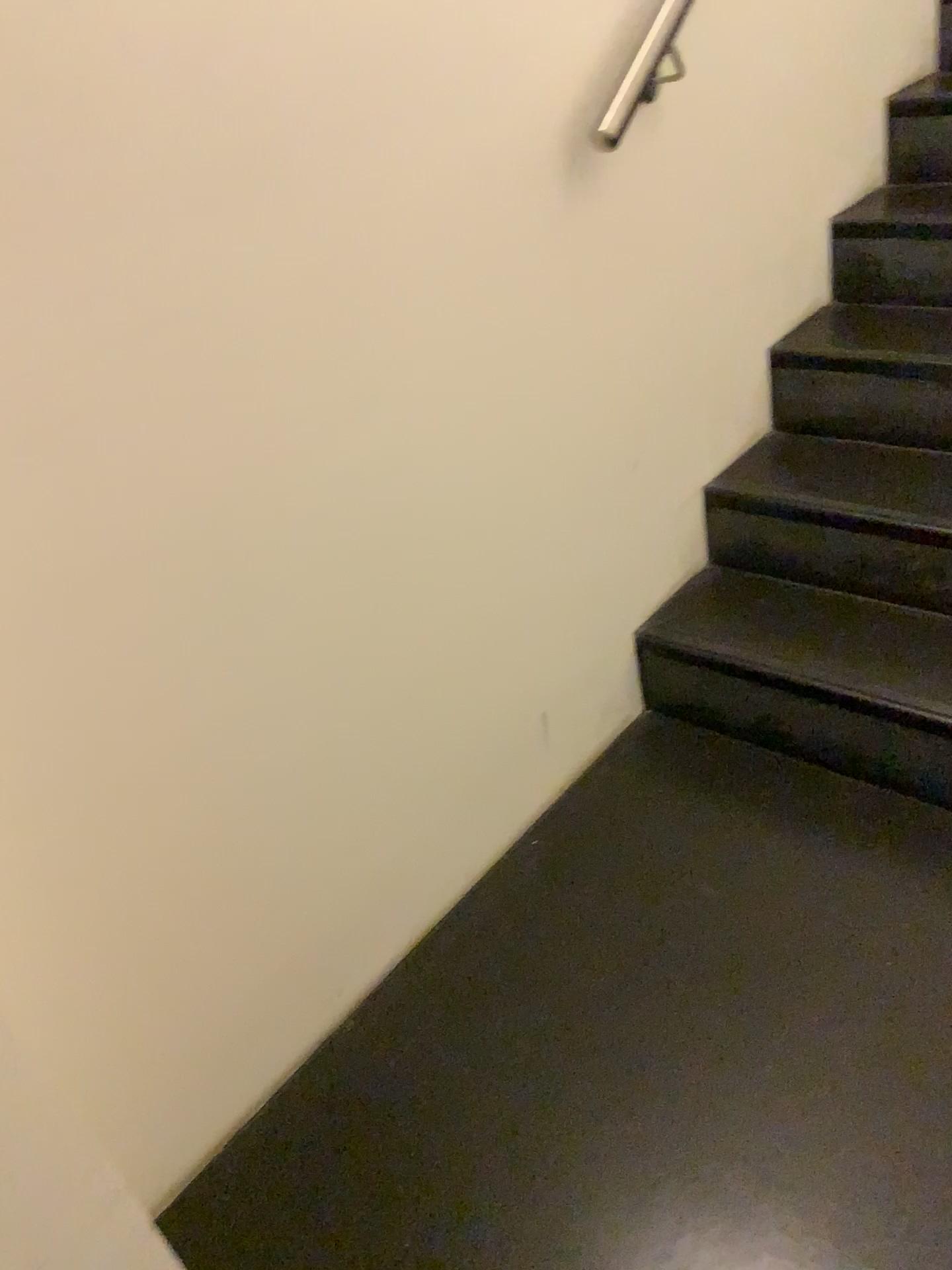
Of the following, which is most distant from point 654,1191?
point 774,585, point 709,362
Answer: point 709,362

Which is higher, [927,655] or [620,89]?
[620,89]

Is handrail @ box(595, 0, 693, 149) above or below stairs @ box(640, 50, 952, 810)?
above

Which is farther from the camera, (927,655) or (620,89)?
(927,655)

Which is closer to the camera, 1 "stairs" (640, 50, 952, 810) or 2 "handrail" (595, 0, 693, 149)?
2 "handrail" (595, 0, 693, 149)
